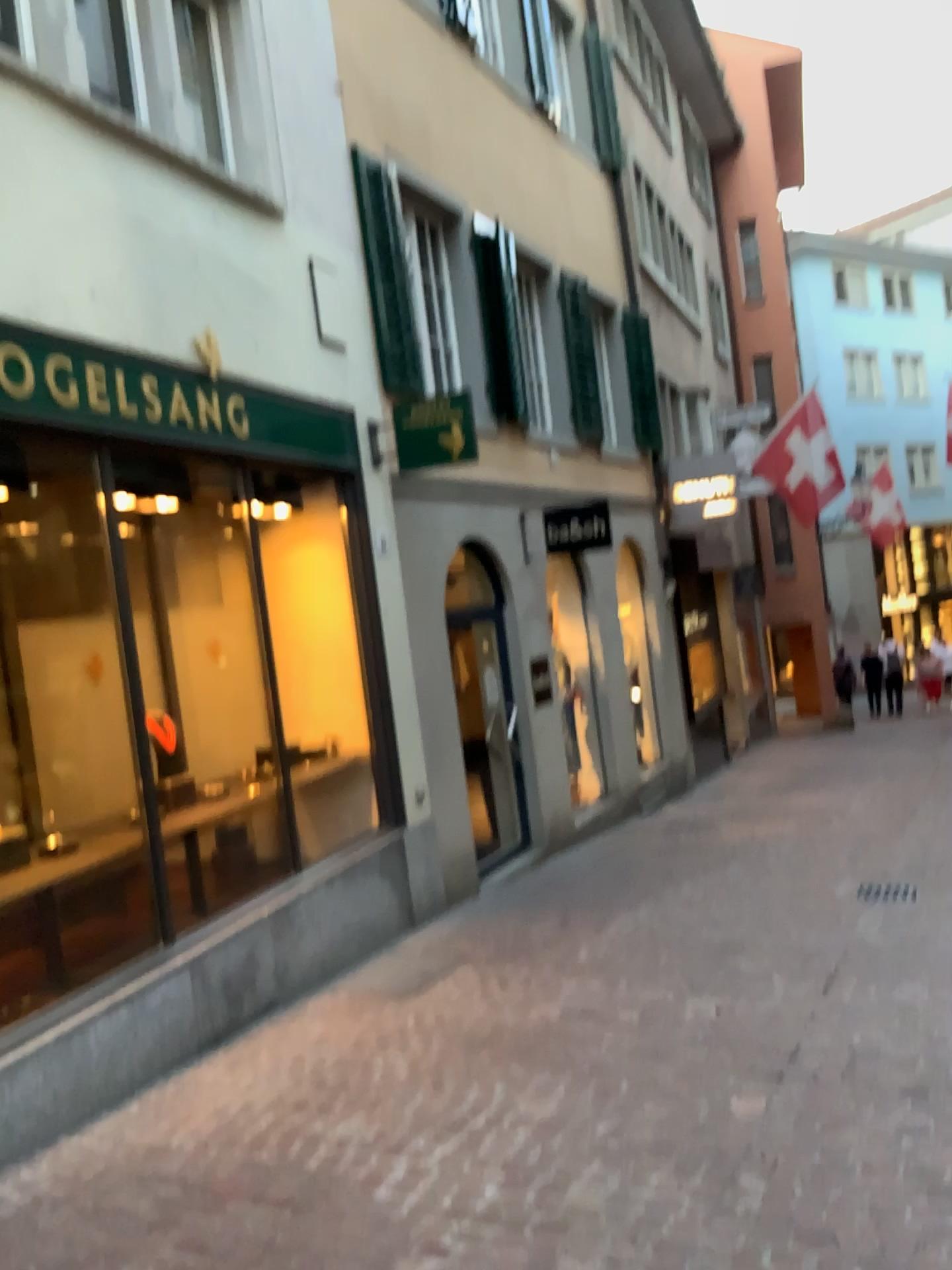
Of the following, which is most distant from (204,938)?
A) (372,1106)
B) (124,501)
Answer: (124,501)
